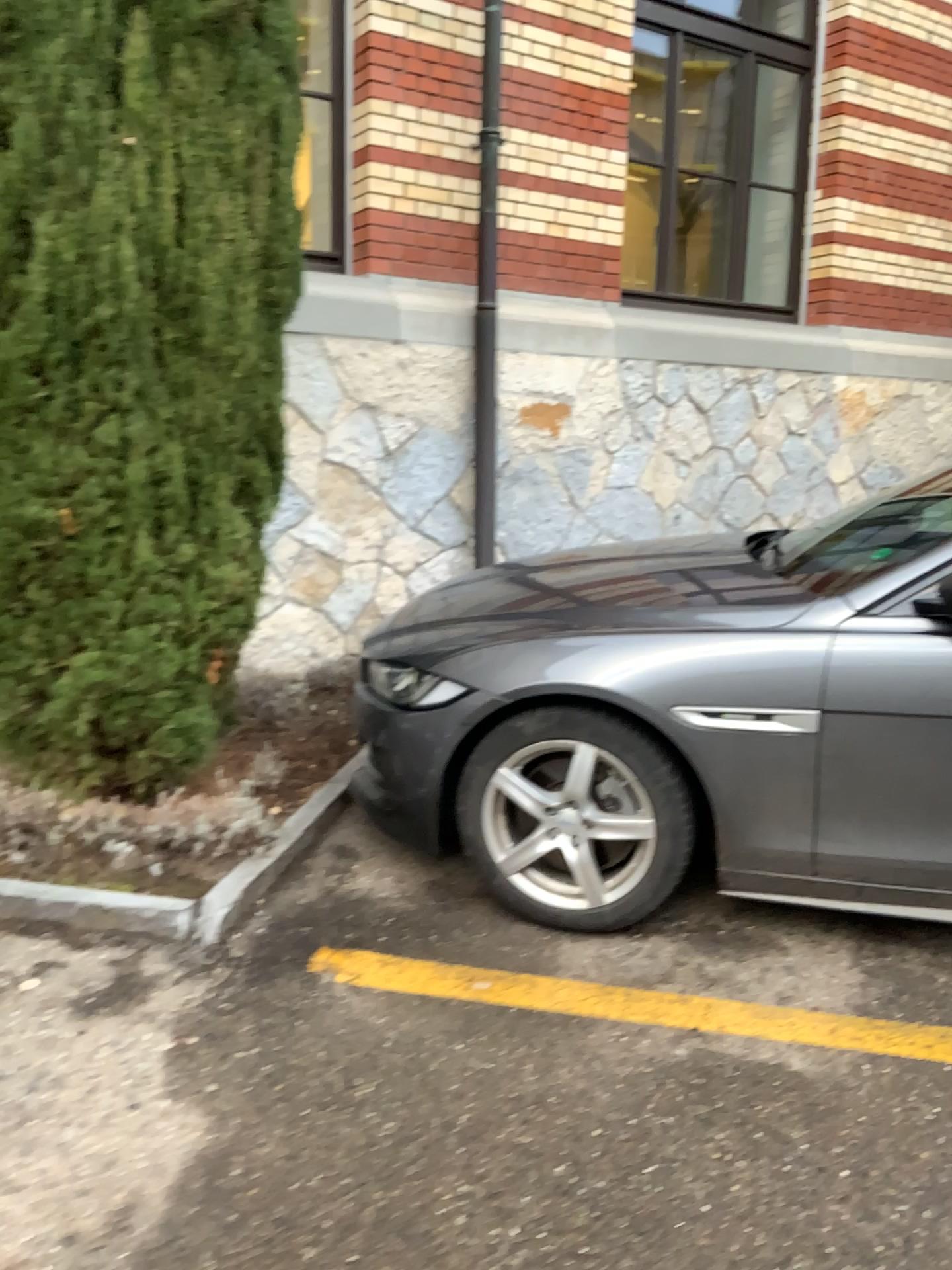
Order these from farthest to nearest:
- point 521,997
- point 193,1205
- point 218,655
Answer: point 218,655 < point 521,997 < point 193,1205

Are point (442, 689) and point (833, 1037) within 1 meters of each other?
no

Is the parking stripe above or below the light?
below

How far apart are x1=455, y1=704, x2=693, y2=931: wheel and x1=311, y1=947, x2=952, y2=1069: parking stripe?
0.3 meters

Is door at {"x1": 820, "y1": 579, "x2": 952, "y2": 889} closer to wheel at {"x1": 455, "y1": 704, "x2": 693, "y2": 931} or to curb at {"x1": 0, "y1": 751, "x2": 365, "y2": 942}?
wheel at {"x1": 455, "y1": 704, "x2": 693, "y2": 931}

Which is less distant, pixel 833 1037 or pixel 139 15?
pixel 833 1037

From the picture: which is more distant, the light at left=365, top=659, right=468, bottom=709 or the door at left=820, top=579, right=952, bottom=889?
the light at left=365, top=659, right=468, bottom=709

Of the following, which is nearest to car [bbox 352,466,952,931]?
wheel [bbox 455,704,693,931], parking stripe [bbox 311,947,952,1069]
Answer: wheel [bbox 455,704,693,931]

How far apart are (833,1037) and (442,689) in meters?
1.3

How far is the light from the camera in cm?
287
